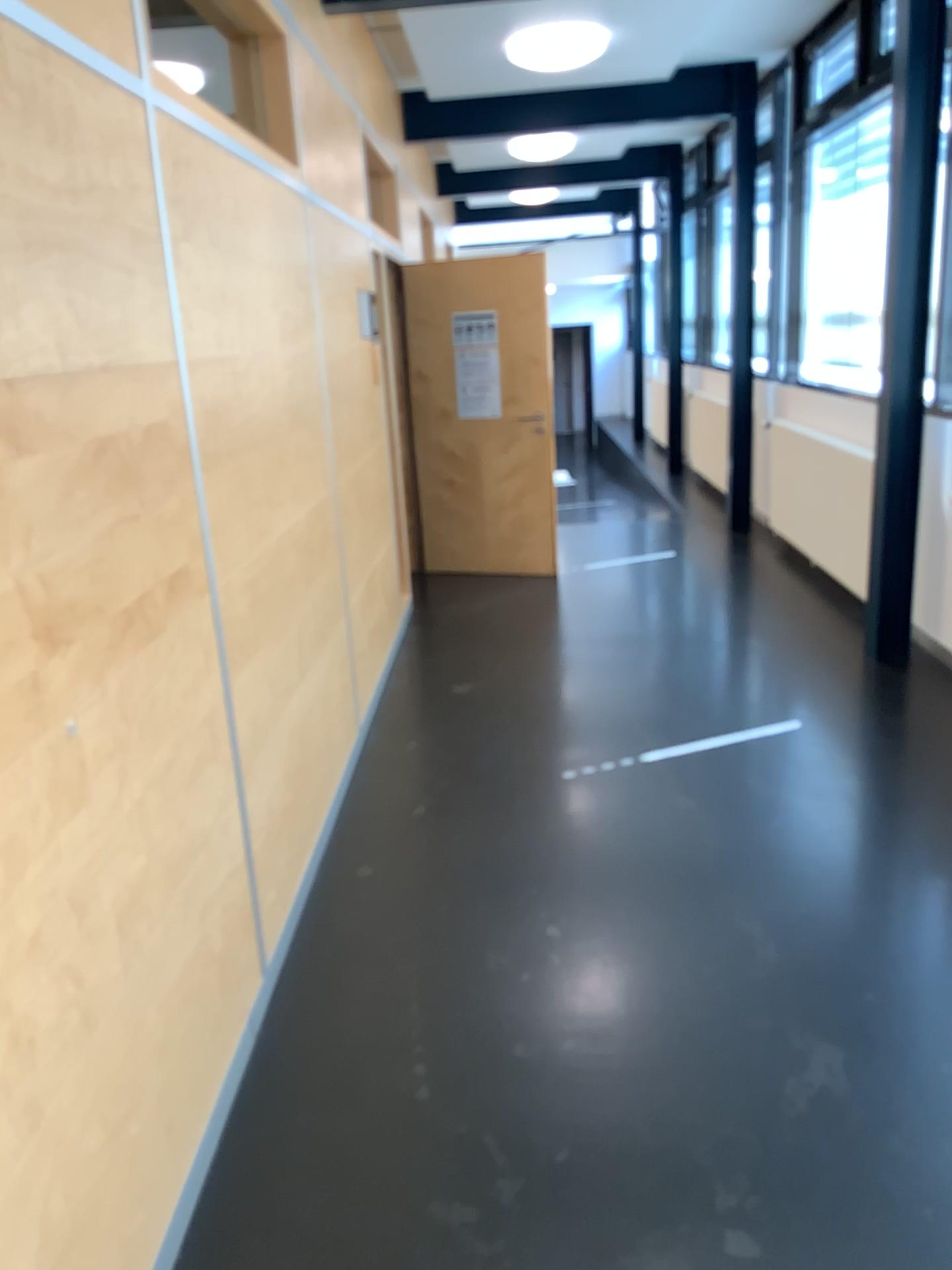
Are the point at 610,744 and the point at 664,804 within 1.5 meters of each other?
yes
